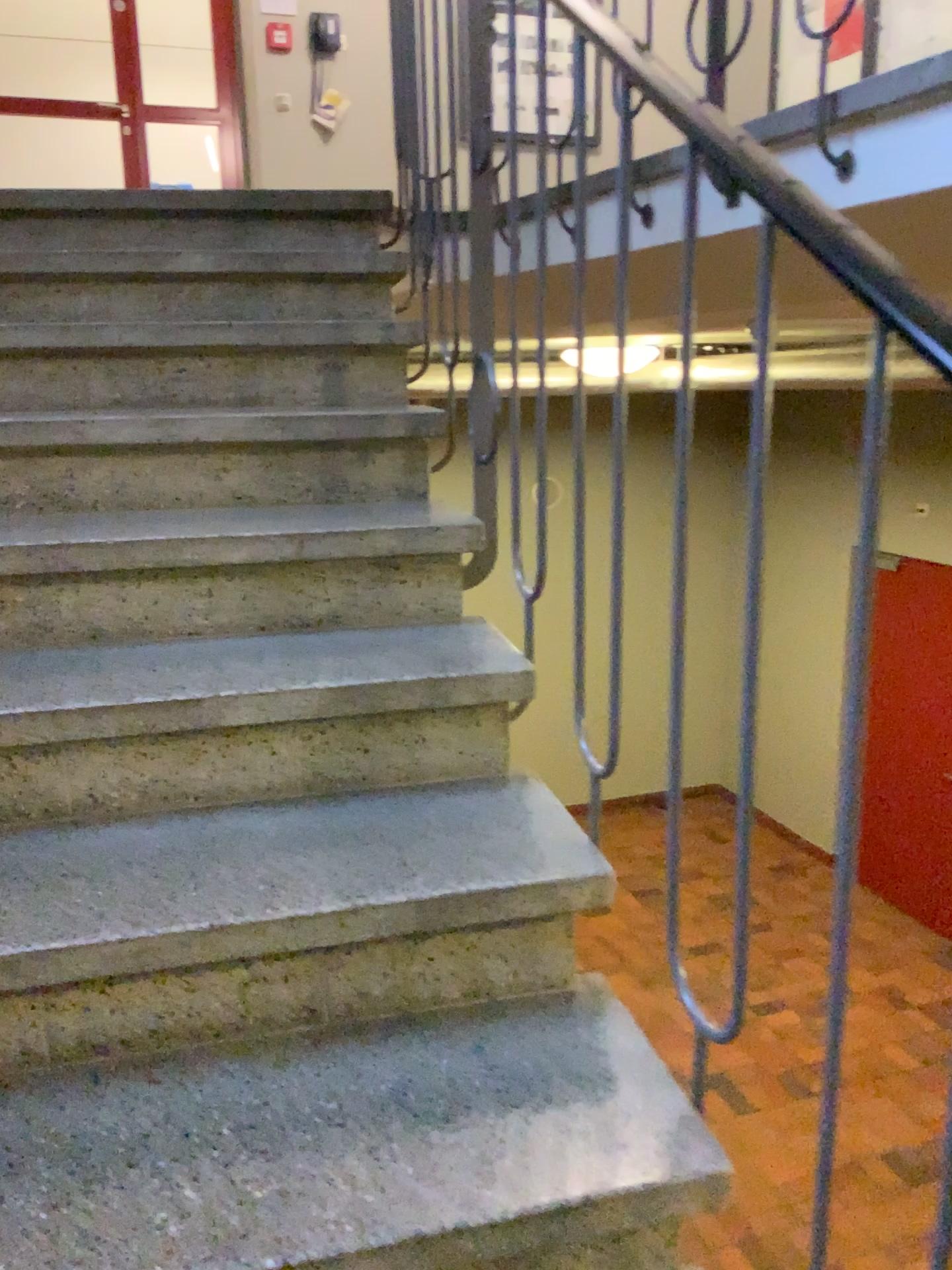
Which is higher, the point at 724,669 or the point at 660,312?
the point at 660,312
